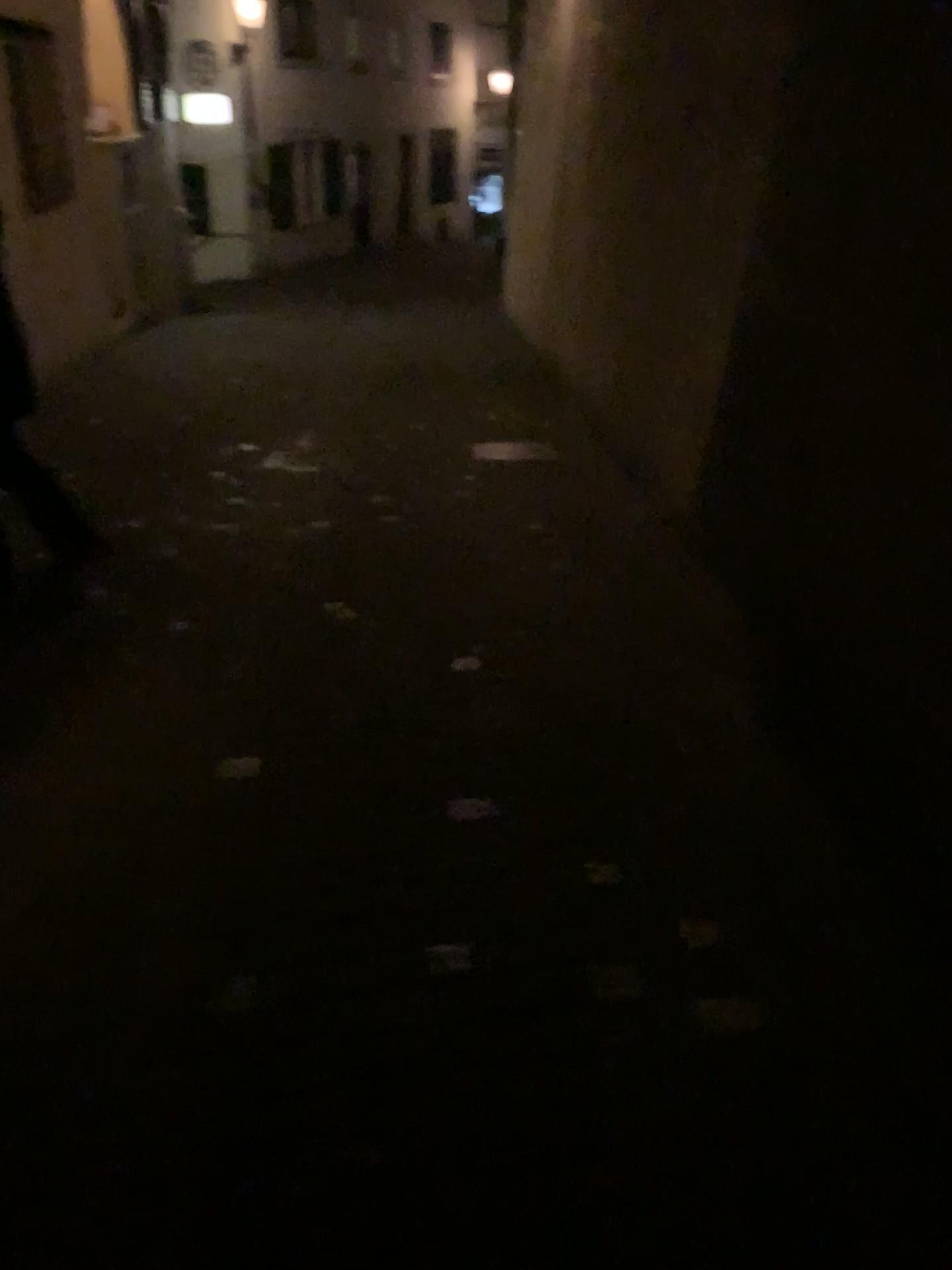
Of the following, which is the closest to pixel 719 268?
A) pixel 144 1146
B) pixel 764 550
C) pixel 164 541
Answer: pixel 764 550
